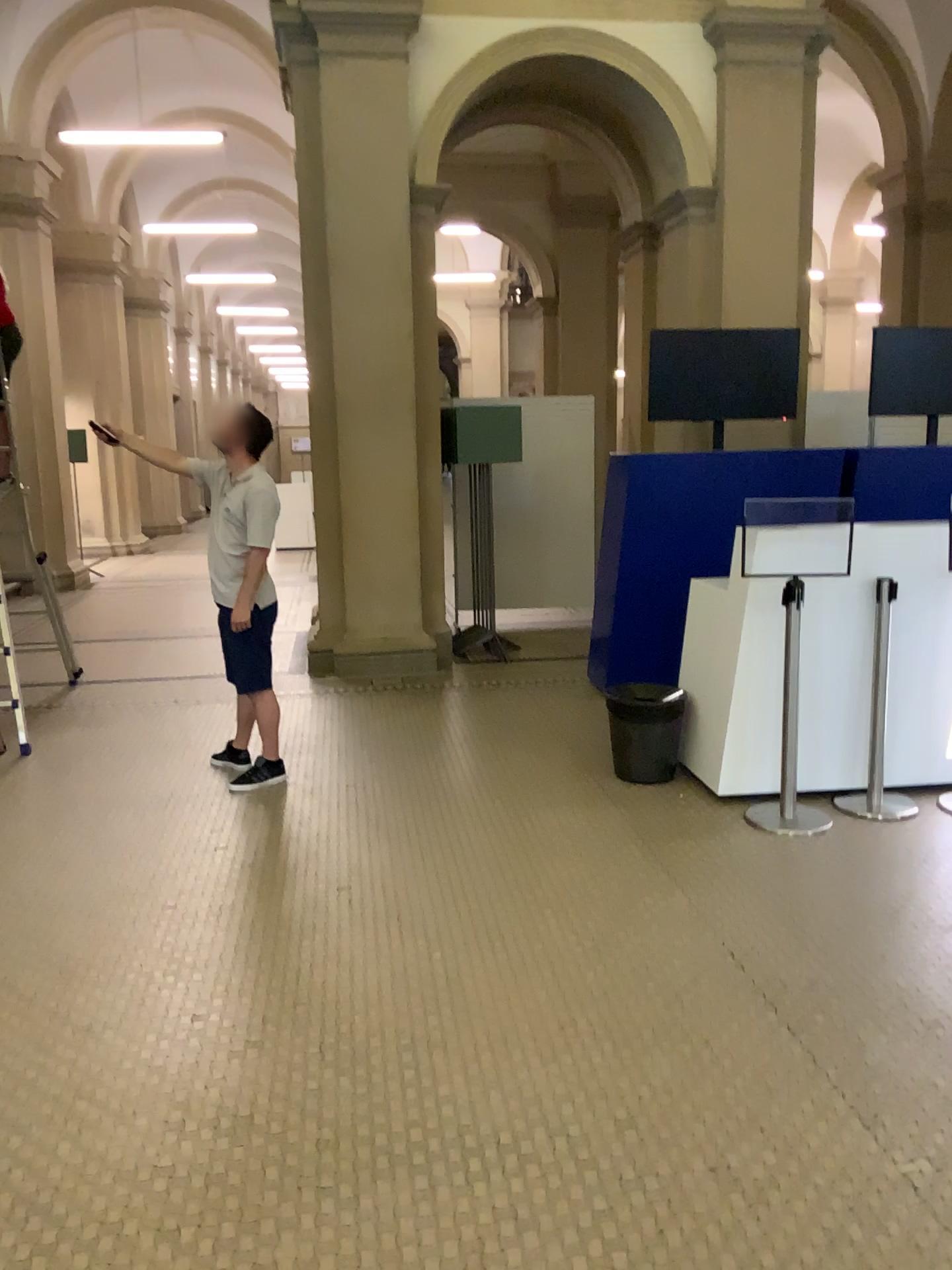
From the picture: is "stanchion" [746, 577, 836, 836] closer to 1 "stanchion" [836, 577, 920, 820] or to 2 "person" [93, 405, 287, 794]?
1 "stanchion" [836, 577, 920, 820]

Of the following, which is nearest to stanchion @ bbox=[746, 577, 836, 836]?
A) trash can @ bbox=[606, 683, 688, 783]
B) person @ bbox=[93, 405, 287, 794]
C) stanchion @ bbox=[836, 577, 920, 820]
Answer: stanchion @ bbox=[836, 577, 920, 820]

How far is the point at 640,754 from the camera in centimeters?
472cm

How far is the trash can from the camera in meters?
4.7 m

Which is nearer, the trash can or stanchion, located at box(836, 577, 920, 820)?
stanchion, located at box(836, 577, 920, 820)

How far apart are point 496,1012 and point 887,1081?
1.0 meters

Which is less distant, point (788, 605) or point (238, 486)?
point (788, 605)

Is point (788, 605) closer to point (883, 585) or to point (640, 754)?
point (883, 585)

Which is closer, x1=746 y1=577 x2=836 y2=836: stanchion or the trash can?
x1=746 y1=577 x2=836 y2=836: stanchion

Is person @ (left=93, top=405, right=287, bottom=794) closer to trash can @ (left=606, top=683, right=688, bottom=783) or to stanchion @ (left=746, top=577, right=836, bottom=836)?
trash can @ (left=606, top=683, right=688, bottom=783)
